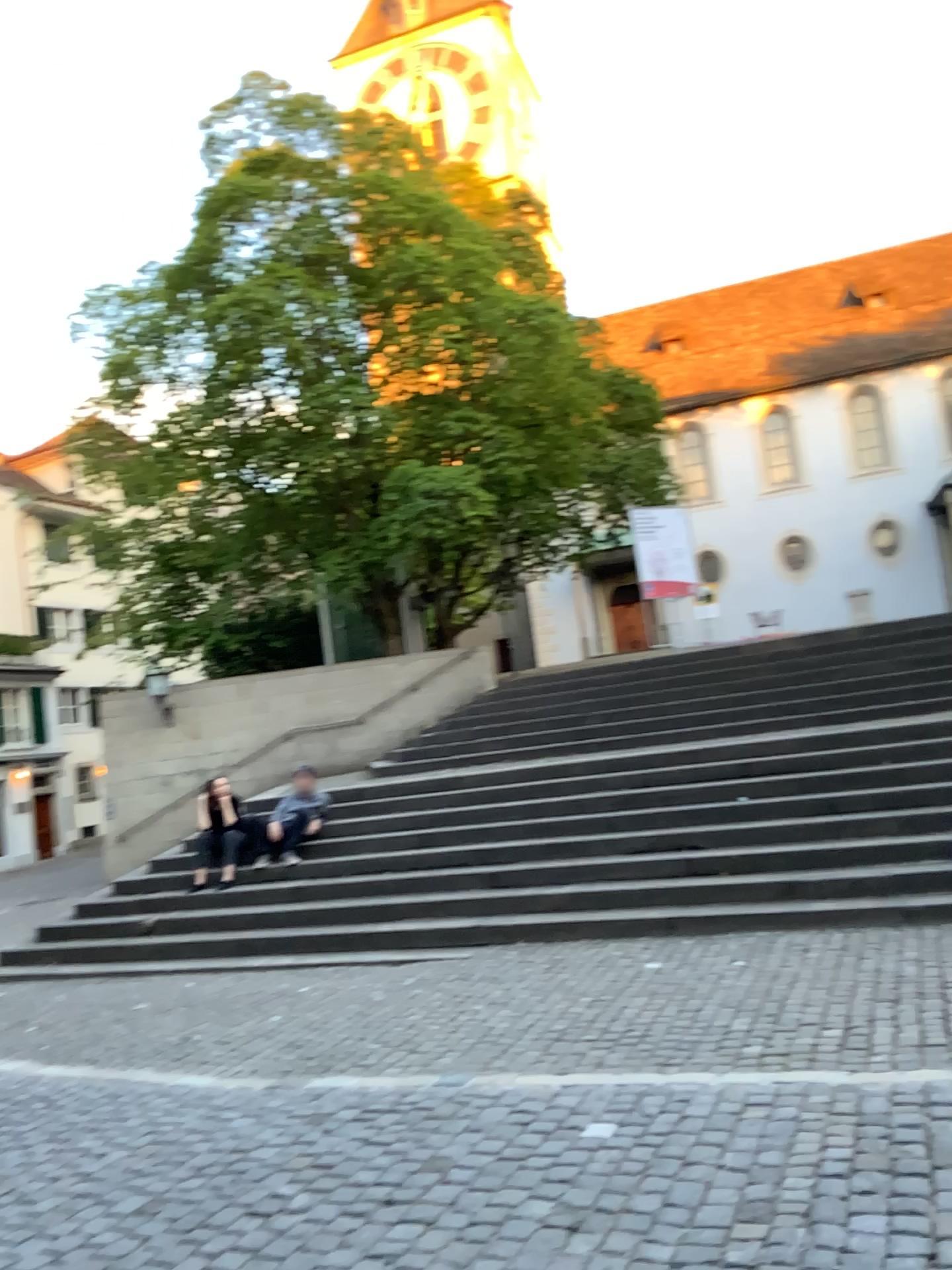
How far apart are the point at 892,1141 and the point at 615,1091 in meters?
1.2
